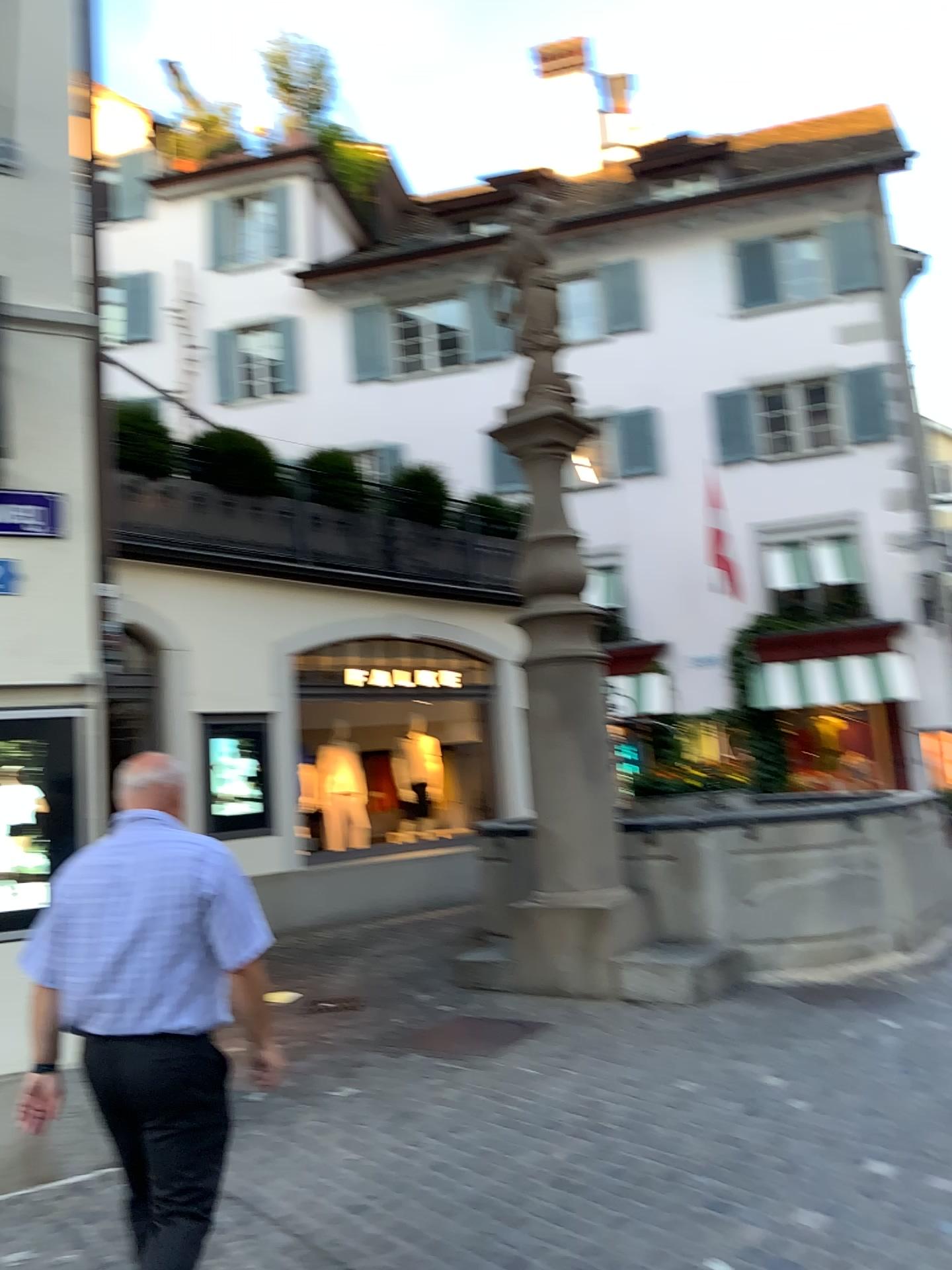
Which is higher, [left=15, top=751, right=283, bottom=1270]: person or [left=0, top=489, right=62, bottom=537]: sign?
[left=0, top=489, right=62, bottom=537]: sign

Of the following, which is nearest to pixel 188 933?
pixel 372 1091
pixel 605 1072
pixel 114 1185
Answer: pixel 114 1185

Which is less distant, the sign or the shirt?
the shirt

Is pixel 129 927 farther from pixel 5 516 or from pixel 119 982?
pixel 5 516

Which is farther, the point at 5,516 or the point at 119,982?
the point at 5,516

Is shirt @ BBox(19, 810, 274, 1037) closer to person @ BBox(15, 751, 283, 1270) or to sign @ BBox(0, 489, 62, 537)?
person @ BBox(15, 751, 283, 1270)

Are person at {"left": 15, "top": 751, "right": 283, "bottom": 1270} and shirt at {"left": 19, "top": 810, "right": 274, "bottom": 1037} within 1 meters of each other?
yes

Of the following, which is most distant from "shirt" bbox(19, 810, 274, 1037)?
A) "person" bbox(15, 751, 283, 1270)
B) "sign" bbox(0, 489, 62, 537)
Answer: "sign" bbox(0, 489, 62, 537)

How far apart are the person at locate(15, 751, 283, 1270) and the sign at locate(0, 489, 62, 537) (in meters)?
2.14

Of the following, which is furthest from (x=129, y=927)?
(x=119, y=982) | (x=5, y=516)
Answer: (x=5, y=516)
